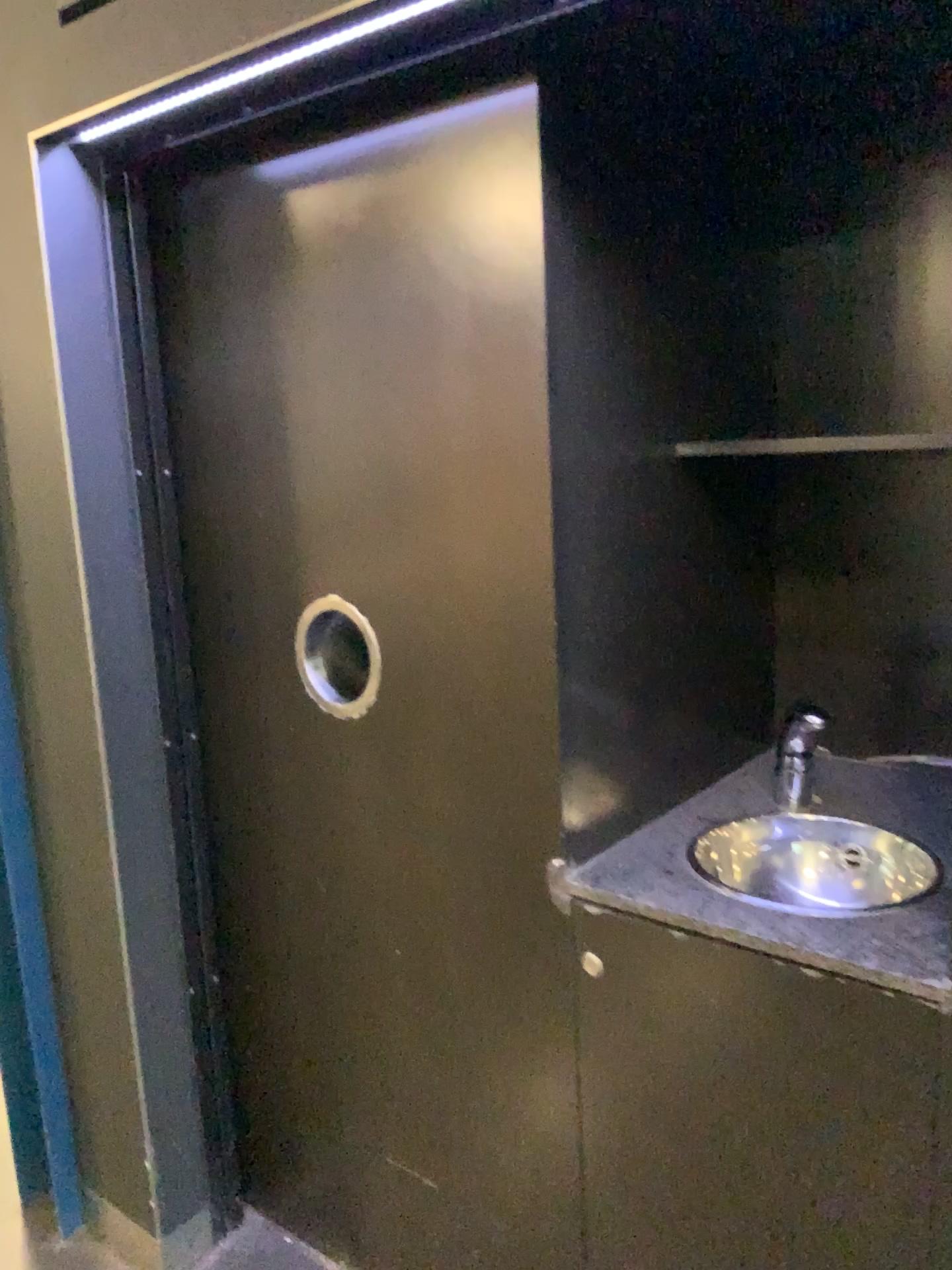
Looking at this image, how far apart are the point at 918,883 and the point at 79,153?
1.6 meters

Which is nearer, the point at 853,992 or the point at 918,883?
the point at 853,992

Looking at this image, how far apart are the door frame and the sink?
0.8m

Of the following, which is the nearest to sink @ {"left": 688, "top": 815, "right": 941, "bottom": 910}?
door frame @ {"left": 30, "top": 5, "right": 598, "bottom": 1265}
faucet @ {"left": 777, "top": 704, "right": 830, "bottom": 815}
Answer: faucet @ {"left": 777, "top": 704, "right": 830, "bottom": 815}

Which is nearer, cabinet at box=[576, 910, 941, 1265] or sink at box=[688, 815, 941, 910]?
cabinet at box=[576, 910, 941, 1265]

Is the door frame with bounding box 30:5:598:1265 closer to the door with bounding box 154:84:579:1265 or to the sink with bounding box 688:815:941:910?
the door with bounding box 154:84:579:1265

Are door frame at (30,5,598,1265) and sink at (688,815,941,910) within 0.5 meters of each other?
no

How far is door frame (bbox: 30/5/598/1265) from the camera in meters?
1.5

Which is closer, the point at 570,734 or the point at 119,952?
the point at 570,734

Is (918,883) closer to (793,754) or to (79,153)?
(793,754)
